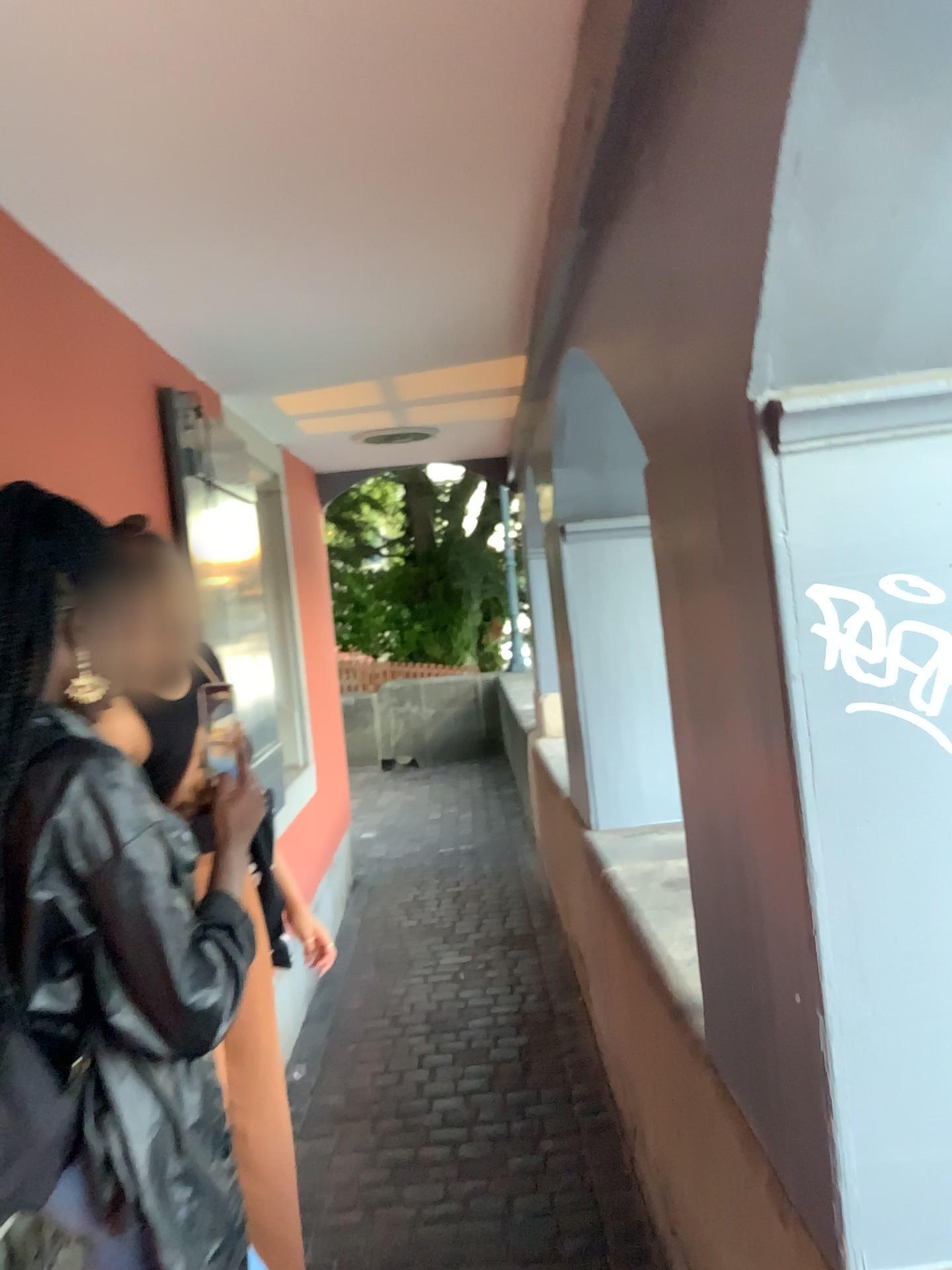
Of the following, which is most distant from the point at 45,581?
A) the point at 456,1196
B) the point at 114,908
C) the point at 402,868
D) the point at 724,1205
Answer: the point at 402,868

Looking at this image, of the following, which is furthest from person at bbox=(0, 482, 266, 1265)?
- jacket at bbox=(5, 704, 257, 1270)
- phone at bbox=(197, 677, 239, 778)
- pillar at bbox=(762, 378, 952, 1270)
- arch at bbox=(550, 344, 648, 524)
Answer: arch at bbox=(550, 344, 648, 524)

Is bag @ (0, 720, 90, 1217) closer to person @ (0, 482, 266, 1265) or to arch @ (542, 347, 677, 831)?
person @ (0, 482, 266, 1265)

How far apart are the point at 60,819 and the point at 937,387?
1.0m

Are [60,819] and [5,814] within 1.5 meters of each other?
yes

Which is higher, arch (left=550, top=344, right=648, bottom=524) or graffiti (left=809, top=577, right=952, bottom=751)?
arch (left=550, top=344, right=648, bottom=524)

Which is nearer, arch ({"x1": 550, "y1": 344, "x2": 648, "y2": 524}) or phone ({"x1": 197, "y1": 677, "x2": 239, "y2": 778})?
phone ({"x1": 197, "y1": 677, "x2": 239, "y2": 778})

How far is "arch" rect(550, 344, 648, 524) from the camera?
2.8m

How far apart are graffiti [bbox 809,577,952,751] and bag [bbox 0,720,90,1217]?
0.83m

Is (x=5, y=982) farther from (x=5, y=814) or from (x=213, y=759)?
(x=213, y=759)
